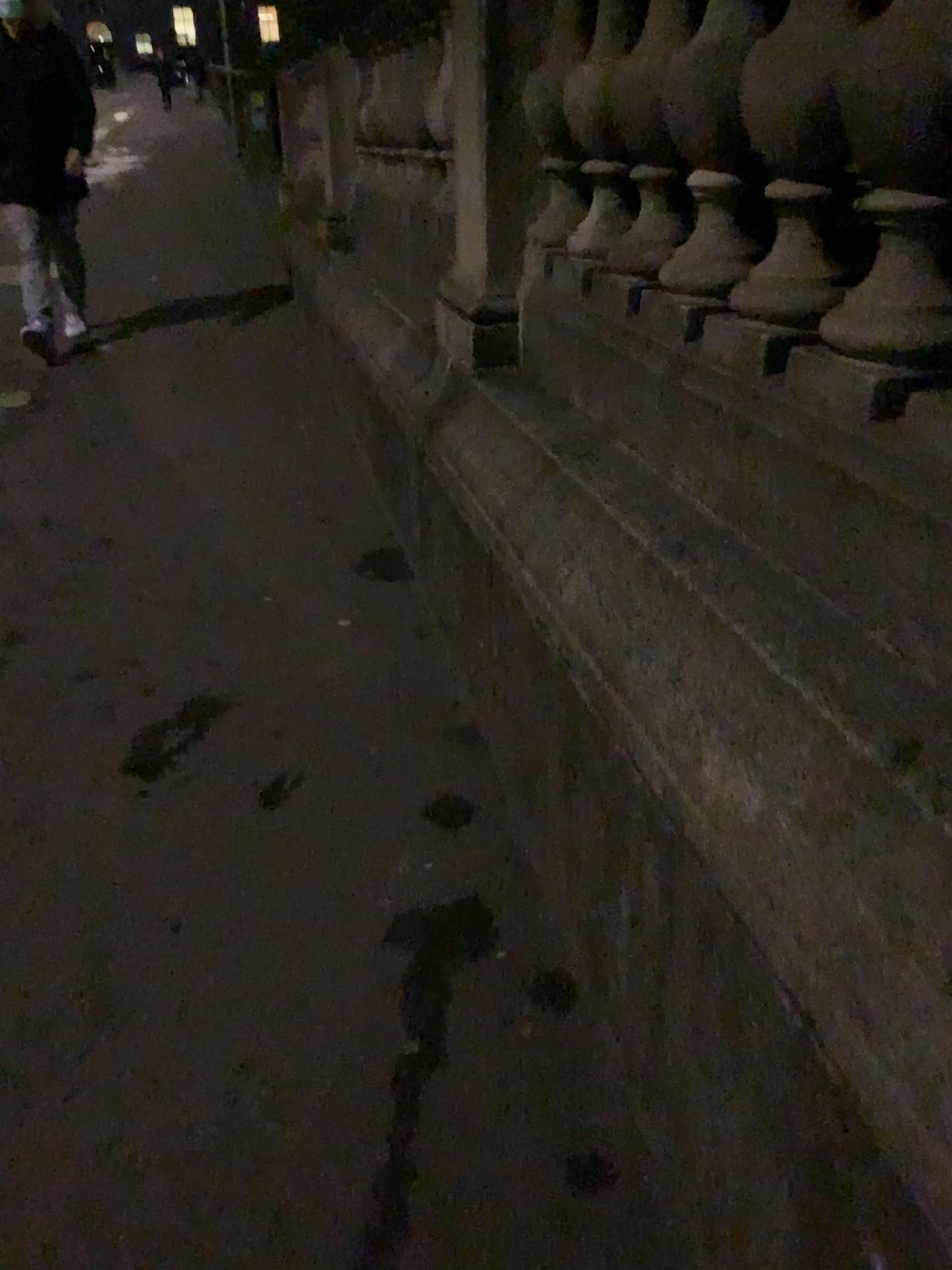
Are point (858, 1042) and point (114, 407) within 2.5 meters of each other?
no

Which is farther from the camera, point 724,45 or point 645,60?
point 645,60

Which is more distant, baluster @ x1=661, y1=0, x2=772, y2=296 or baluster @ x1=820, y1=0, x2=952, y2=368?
baluster @ x1=661, y1=0, x2=772, y2=296

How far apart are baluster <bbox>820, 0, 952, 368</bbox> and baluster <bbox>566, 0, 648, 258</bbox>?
0.7m

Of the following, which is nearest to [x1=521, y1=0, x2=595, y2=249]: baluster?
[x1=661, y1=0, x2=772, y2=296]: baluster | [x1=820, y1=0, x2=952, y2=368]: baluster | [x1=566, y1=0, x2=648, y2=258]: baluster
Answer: [x1=566, y1=0, x2=648, y2=258]: baluster

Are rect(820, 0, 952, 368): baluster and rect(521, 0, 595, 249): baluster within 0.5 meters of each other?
no

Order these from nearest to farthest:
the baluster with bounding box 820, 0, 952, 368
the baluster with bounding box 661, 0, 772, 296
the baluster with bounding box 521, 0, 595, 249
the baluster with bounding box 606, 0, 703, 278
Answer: the baluster with bounding box 820, 0, 952, 368, the baluster with bounding box 661, 0, 772, 296, the baluster with bounding box 606, 0, 703, 278, the baluster with bounding box 521, 0, 595, 249

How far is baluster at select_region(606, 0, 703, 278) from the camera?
1.6m

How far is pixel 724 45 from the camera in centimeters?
139cm

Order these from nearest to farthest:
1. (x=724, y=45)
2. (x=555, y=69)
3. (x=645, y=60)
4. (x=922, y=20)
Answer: (x=922, y=20) < (x=724, y=45) < (x=645, y=60) < (x=555, y=69)
